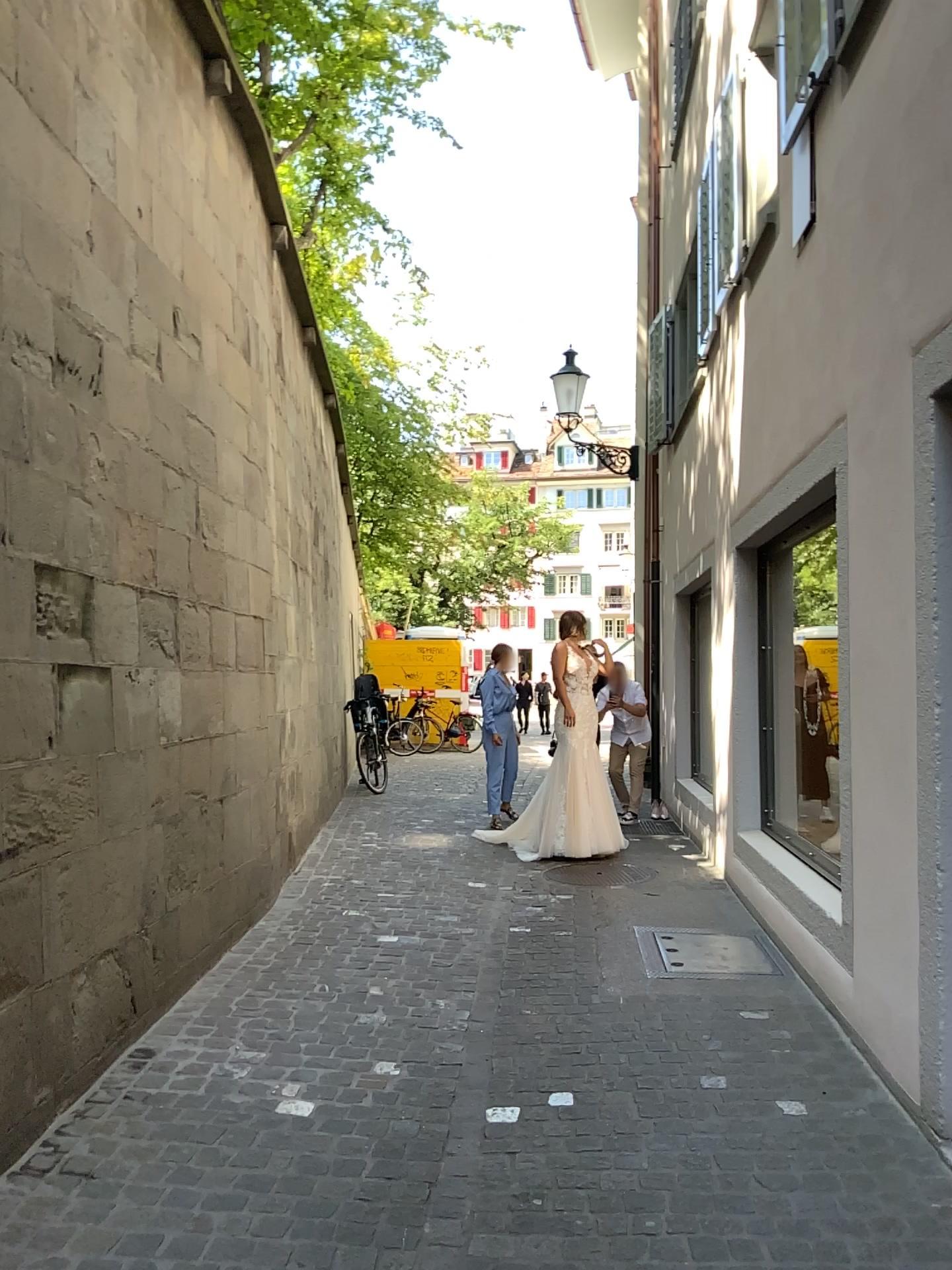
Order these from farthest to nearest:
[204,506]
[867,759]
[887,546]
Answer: [204,506] < [867,759] < [887,546]
